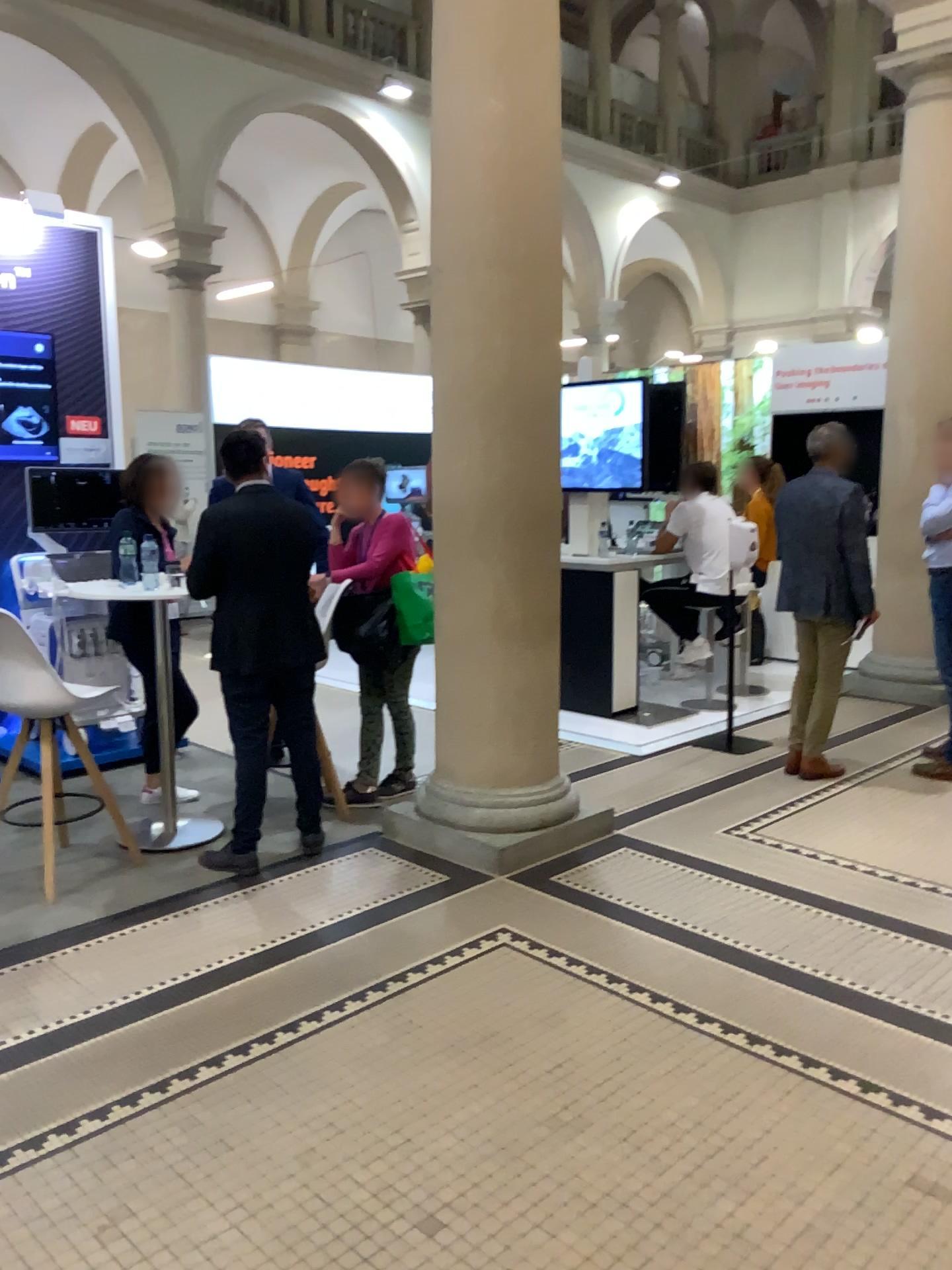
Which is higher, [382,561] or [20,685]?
[382,561]

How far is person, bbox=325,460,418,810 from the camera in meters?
4.7 m

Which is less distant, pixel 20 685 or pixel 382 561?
pixel 20 685

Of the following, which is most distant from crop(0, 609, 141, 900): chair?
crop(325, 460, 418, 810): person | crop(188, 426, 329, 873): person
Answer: crop(325, 460, 418, 810): person

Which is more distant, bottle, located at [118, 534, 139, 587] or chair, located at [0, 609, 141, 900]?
bottle, located at [118, 534, 139, 587]

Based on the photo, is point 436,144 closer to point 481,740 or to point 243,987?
point 481,740

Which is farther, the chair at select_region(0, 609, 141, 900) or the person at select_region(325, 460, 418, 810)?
the person at select_region(325, 460, 418, 810)

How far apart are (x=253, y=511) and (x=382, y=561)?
0.90m

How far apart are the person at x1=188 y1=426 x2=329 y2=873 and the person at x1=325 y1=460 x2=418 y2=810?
0.57m

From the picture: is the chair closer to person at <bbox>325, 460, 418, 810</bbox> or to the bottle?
the bottle
